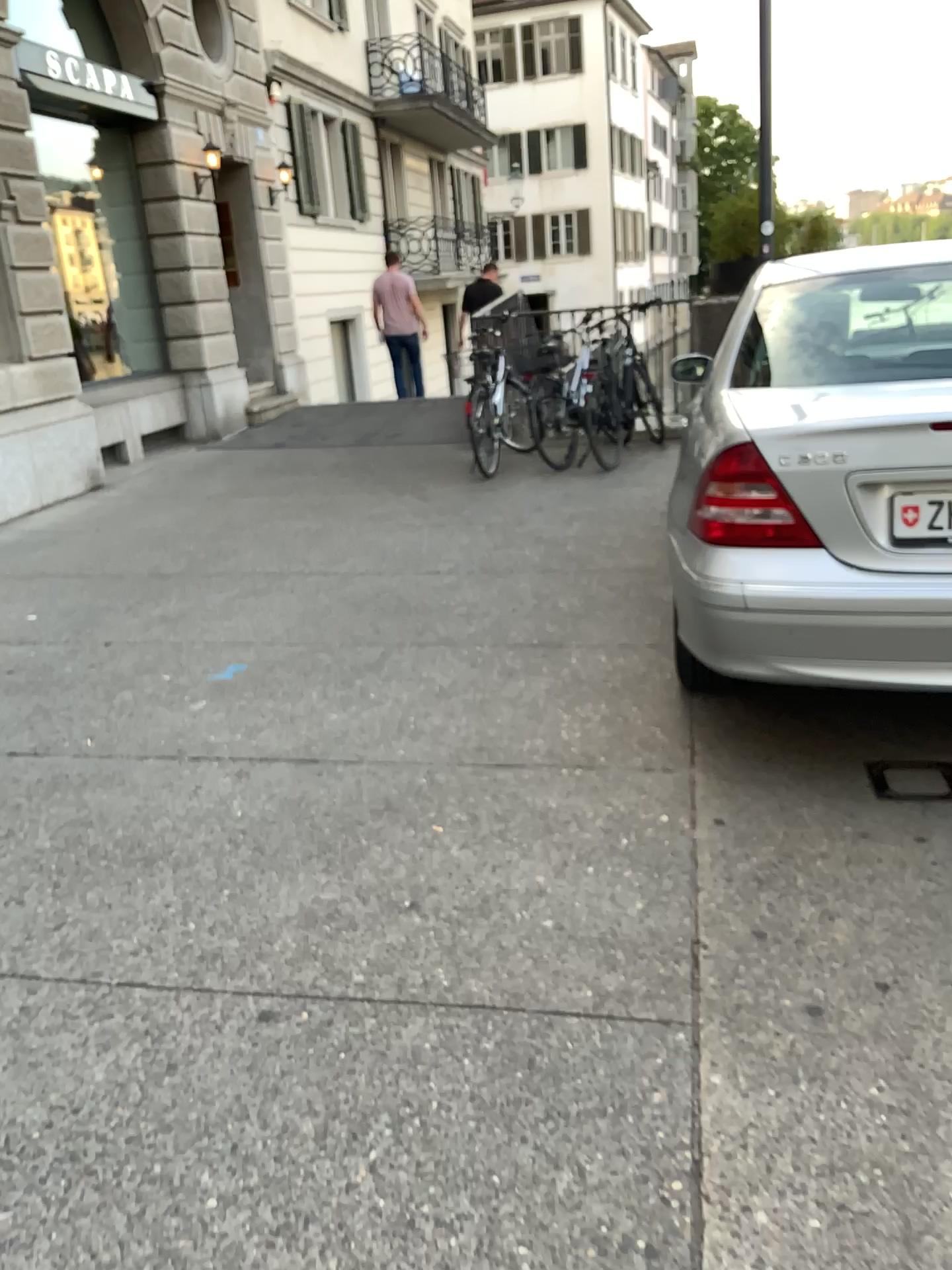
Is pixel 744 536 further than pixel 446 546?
No

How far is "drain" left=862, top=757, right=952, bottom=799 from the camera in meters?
3.0

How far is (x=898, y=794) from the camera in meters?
3.0

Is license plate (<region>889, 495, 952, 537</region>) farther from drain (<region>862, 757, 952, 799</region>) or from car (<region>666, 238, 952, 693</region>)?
drain (<region>862, 757, 952, 799</region>)

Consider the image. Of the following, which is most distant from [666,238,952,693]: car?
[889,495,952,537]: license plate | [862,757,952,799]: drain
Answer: [862,757,952,799]: drain

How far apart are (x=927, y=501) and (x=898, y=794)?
0.86m

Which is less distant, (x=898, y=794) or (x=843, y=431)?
(x=843, y=431)

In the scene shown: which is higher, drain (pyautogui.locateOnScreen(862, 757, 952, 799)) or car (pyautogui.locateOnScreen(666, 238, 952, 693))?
car (pyautogui.locateOnScreen(666, 238, 952, 693))

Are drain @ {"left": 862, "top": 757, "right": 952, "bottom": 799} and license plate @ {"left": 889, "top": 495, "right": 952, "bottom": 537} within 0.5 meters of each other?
no

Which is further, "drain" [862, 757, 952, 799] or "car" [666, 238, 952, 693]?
"drain" [862, 757, 952, 799]
